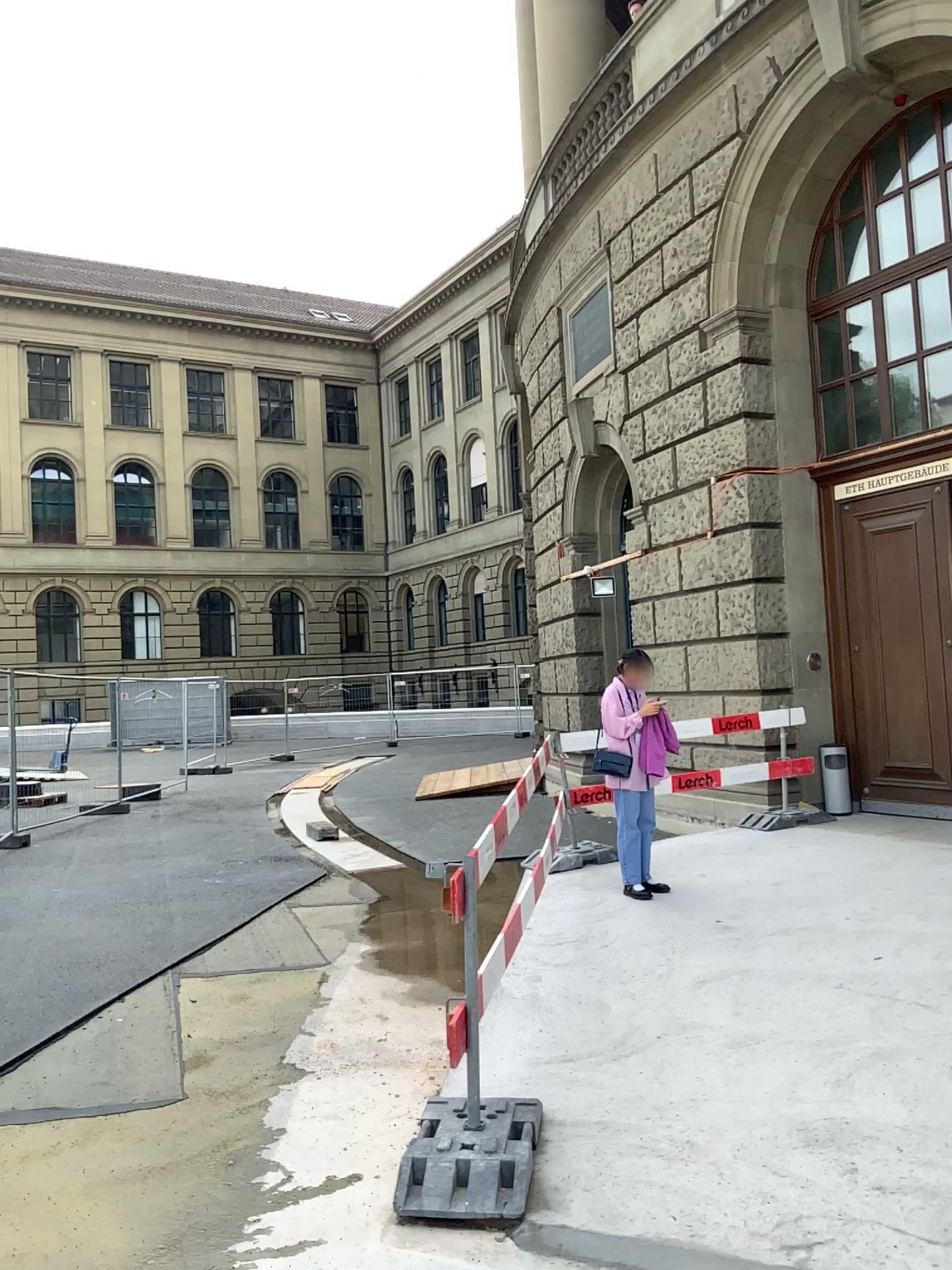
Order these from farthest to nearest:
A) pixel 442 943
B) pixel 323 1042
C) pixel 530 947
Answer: pixel 442 943, pixel 530 947, pixel 323 1042
